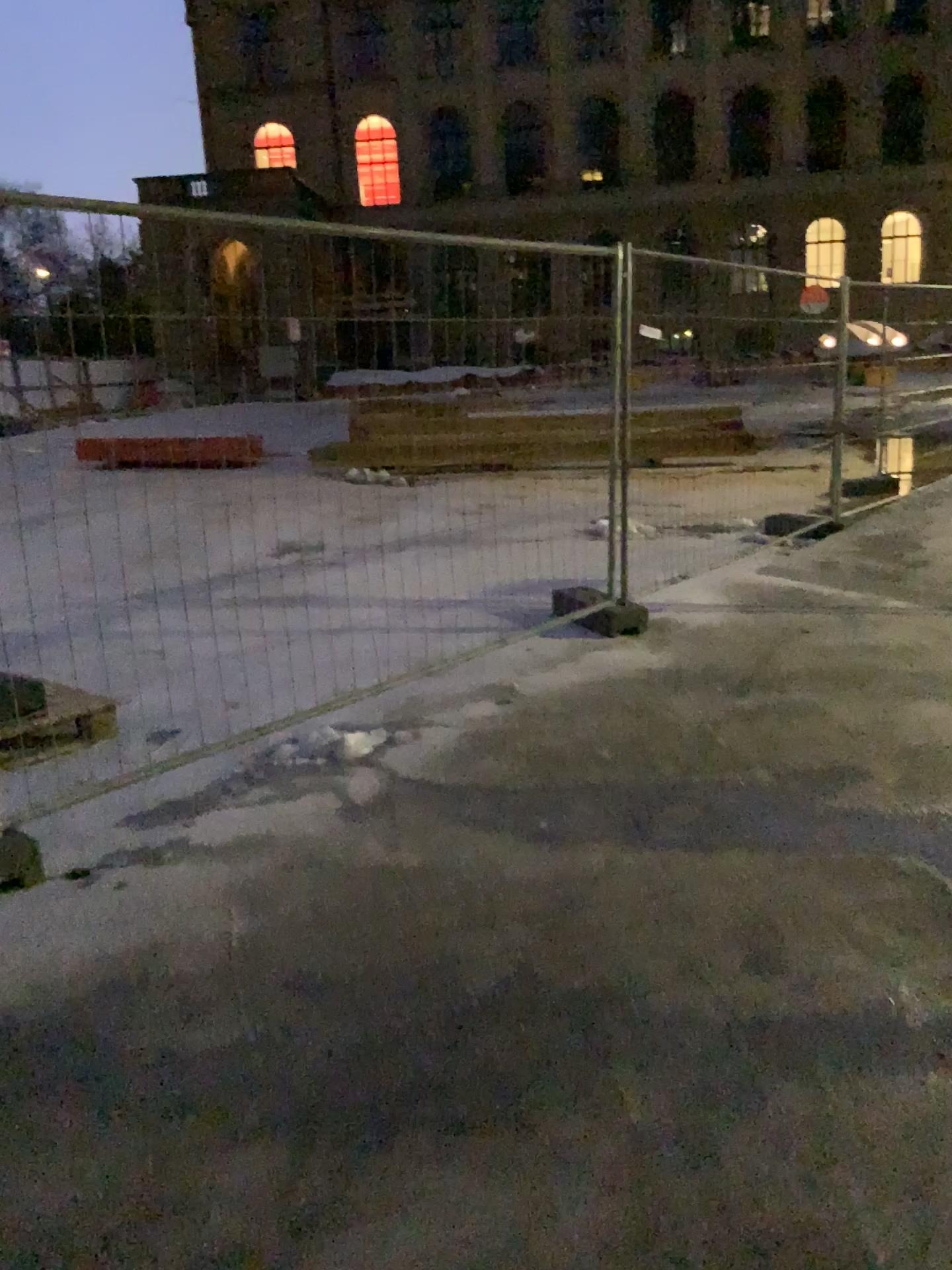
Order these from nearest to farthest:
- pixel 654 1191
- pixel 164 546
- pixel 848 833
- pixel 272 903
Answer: pixel 654 1191
pixel 272 903
pixel 848 833
pixel 164 546
